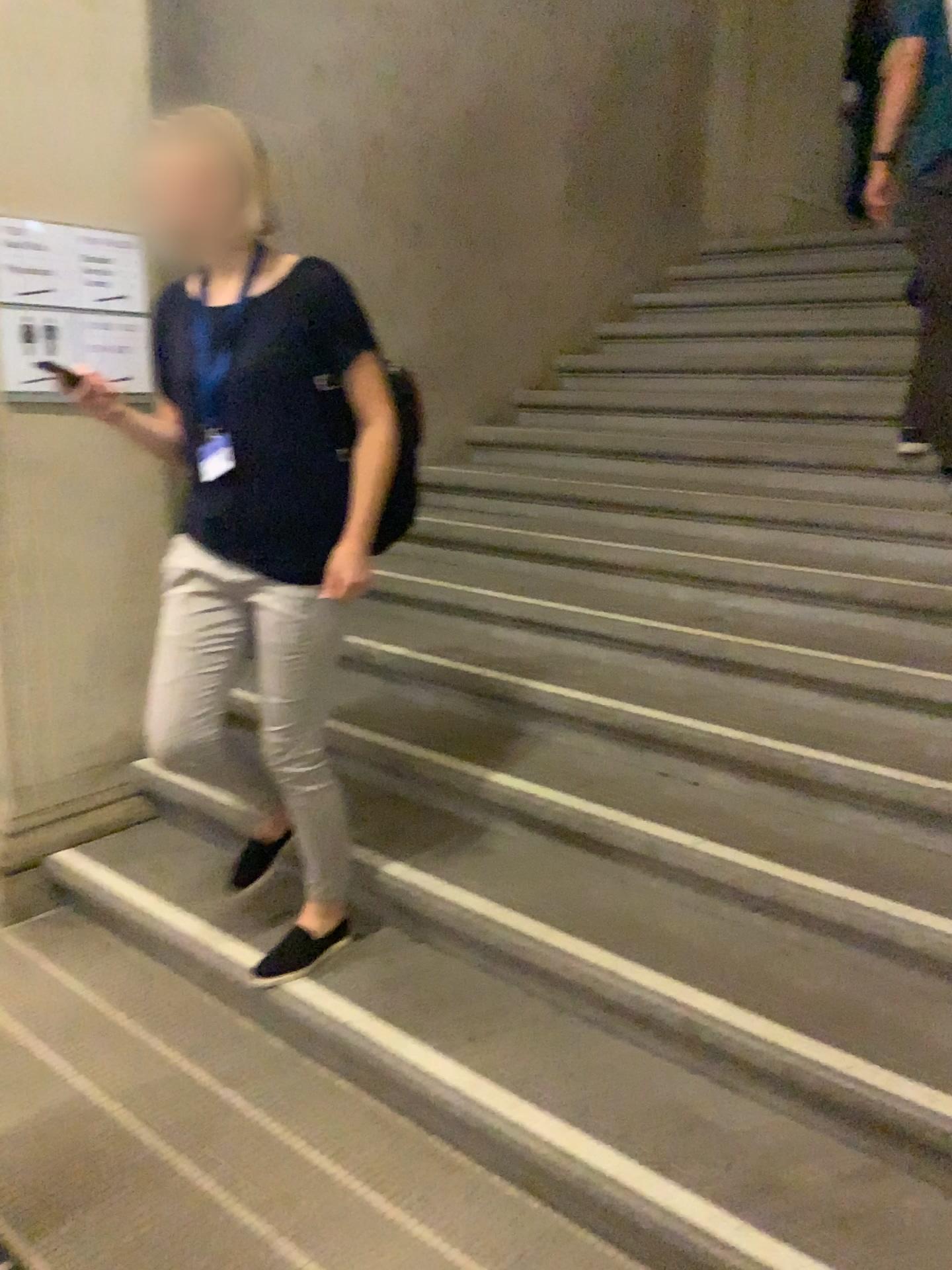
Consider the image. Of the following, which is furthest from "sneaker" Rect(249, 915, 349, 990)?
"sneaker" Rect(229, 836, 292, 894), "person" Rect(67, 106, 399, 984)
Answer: "person" Rect(67, 106, 399, 984)

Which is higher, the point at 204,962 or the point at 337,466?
the point at 337,466

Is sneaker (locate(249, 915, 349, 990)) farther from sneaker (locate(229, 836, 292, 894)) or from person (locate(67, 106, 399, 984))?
person (locate(67, 106, 399, 984))

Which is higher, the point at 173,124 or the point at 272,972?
the point at 173,124

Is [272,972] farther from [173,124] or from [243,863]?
[173,124]

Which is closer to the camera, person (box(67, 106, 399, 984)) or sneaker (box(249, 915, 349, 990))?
person (box(67, 106, 399, 984))

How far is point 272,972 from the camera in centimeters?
235cm

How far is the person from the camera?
2.0m

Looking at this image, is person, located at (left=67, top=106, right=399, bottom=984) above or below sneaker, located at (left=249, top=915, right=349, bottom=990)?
above

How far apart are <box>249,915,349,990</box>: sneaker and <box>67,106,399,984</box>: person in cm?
46
